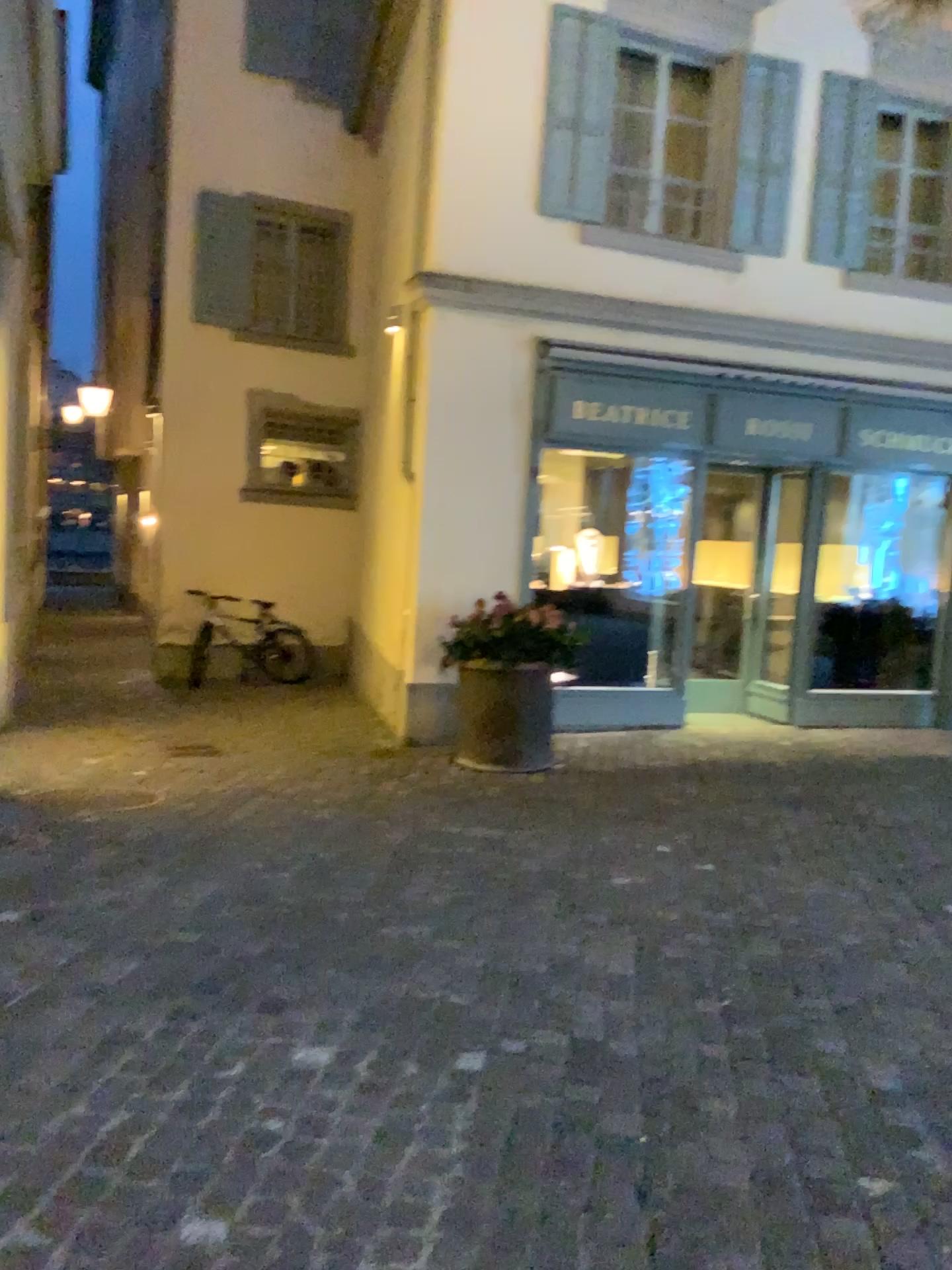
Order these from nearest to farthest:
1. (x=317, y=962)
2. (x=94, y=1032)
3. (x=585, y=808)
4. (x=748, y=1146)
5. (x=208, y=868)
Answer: (x=748, y=1146) < (x=94, y=1032) < (x=317, y=962) < (x=208, y=868) < (x=585, y=808)
